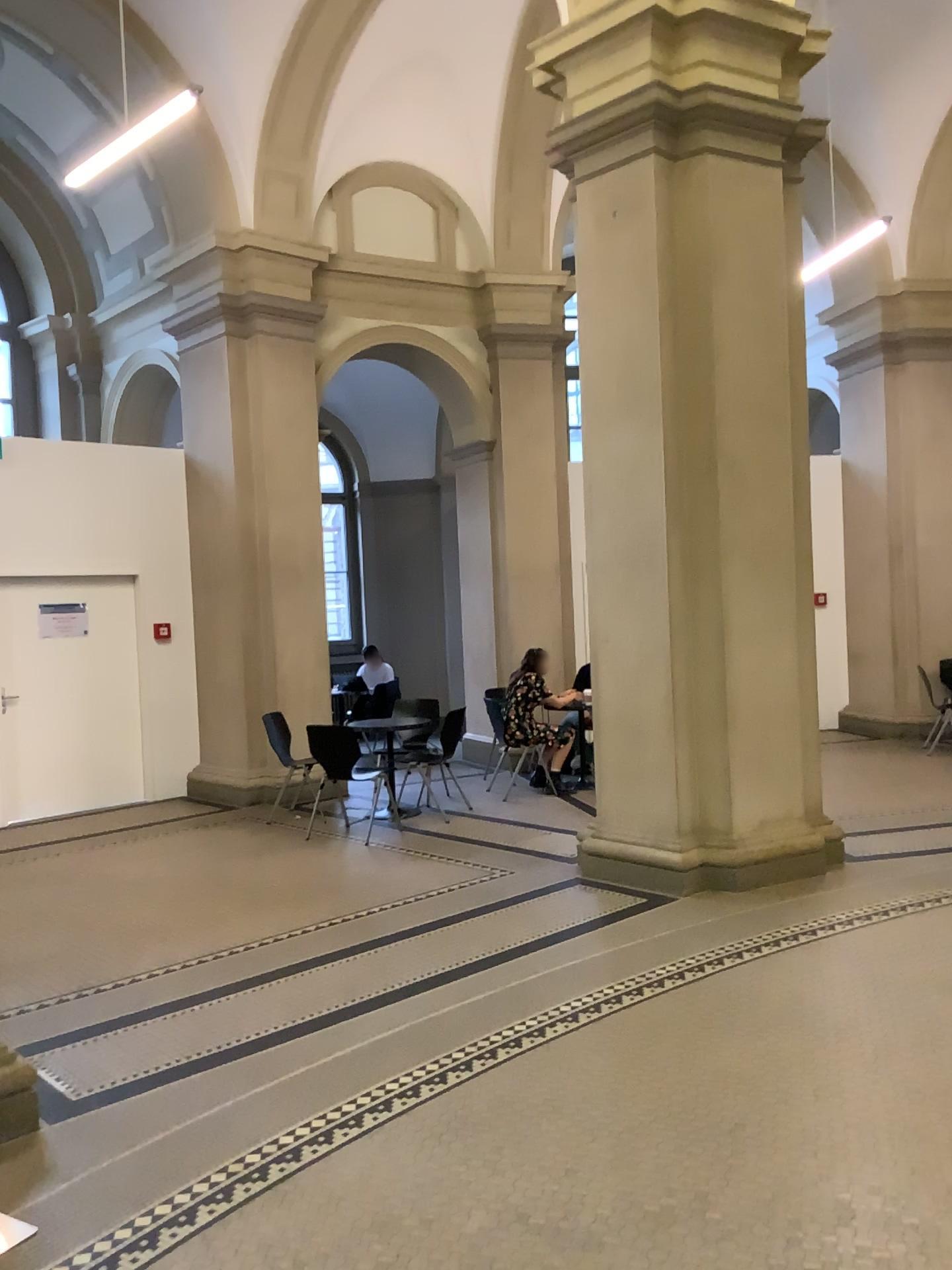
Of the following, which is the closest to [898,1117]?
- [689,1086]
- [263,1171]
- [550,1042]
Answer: [689,1086]
